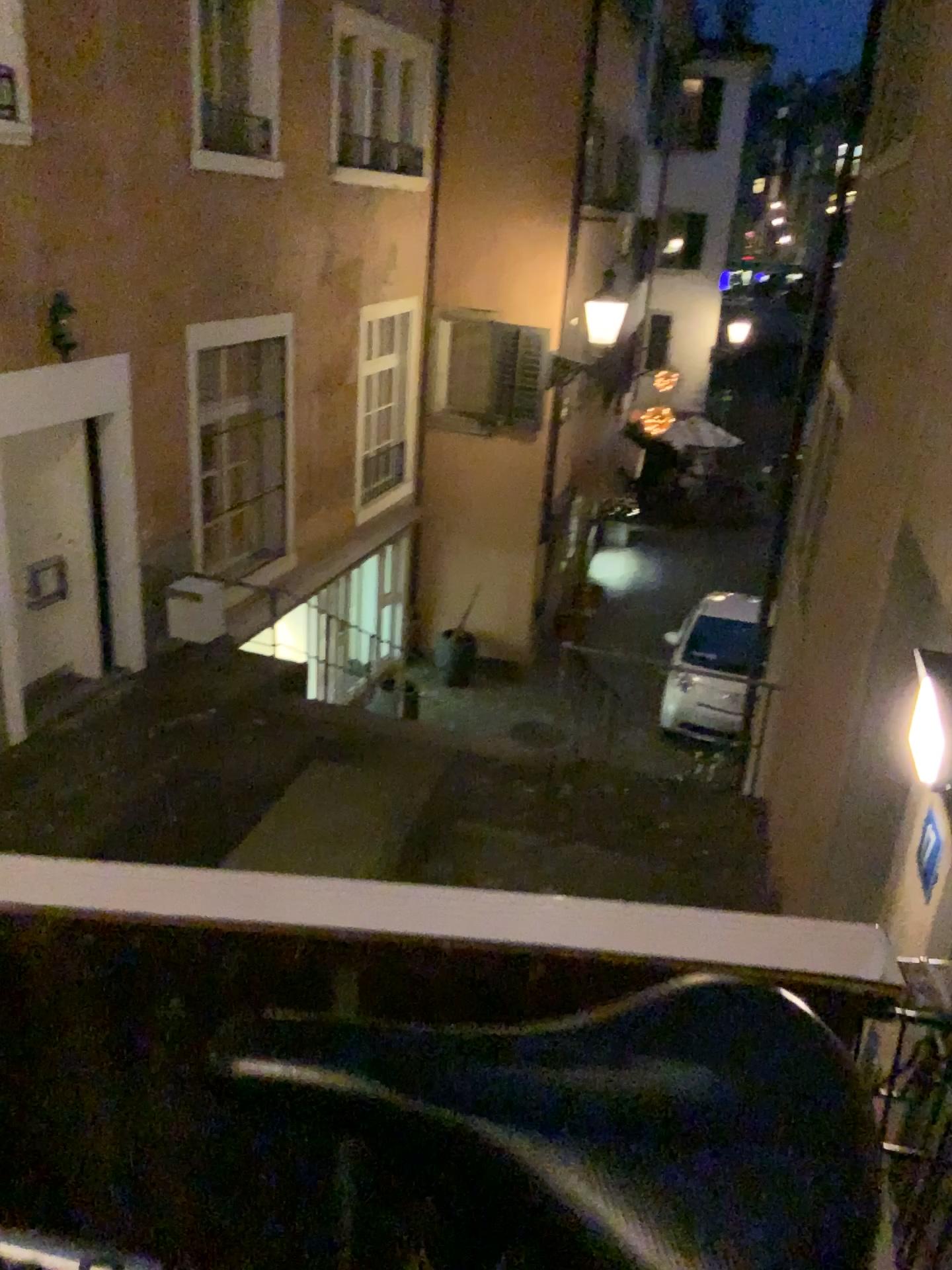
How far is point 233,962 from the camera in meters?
0.7
